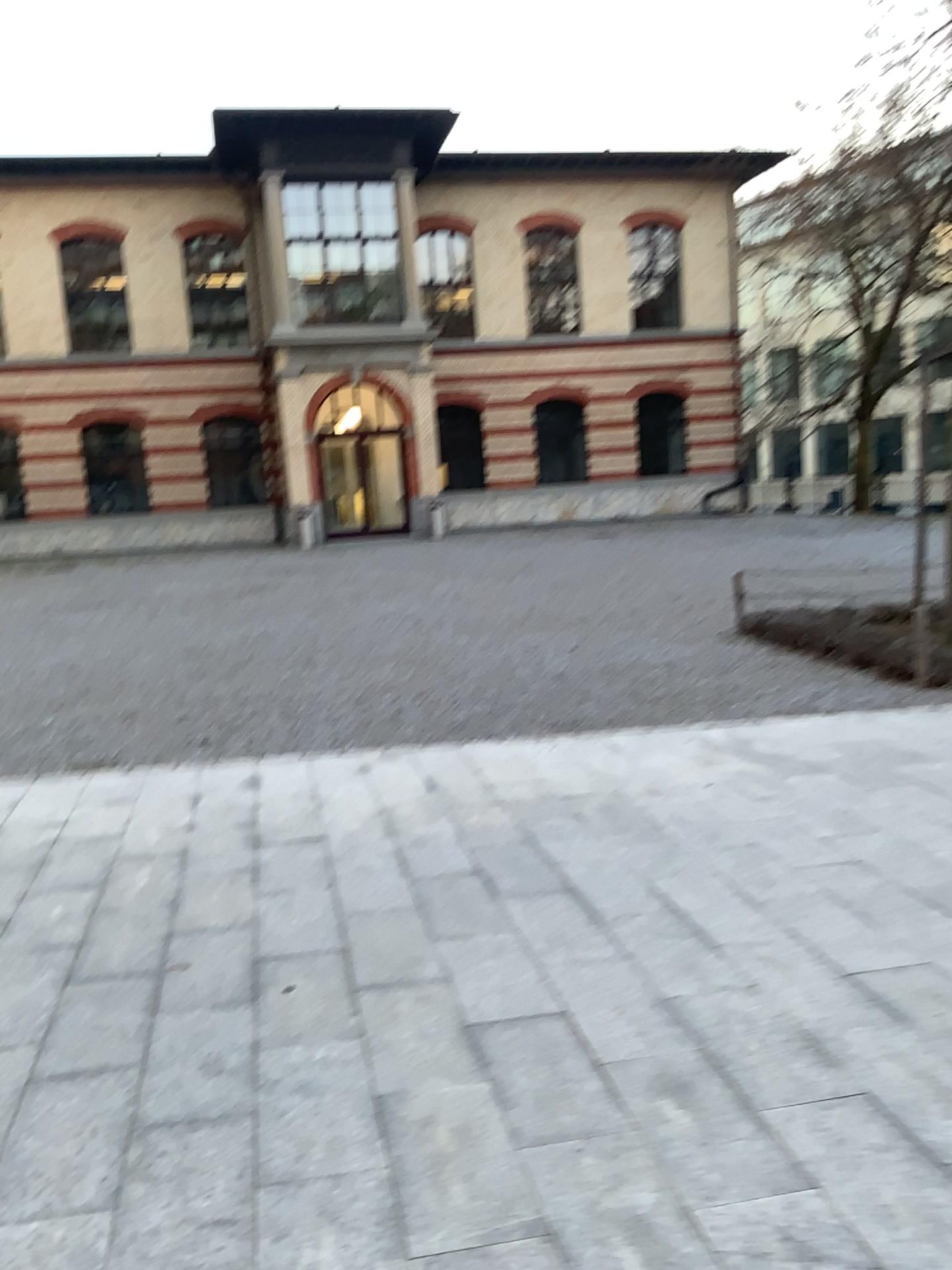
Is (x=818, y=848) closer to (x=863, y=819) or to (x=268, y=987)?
(x=863, y=819)
